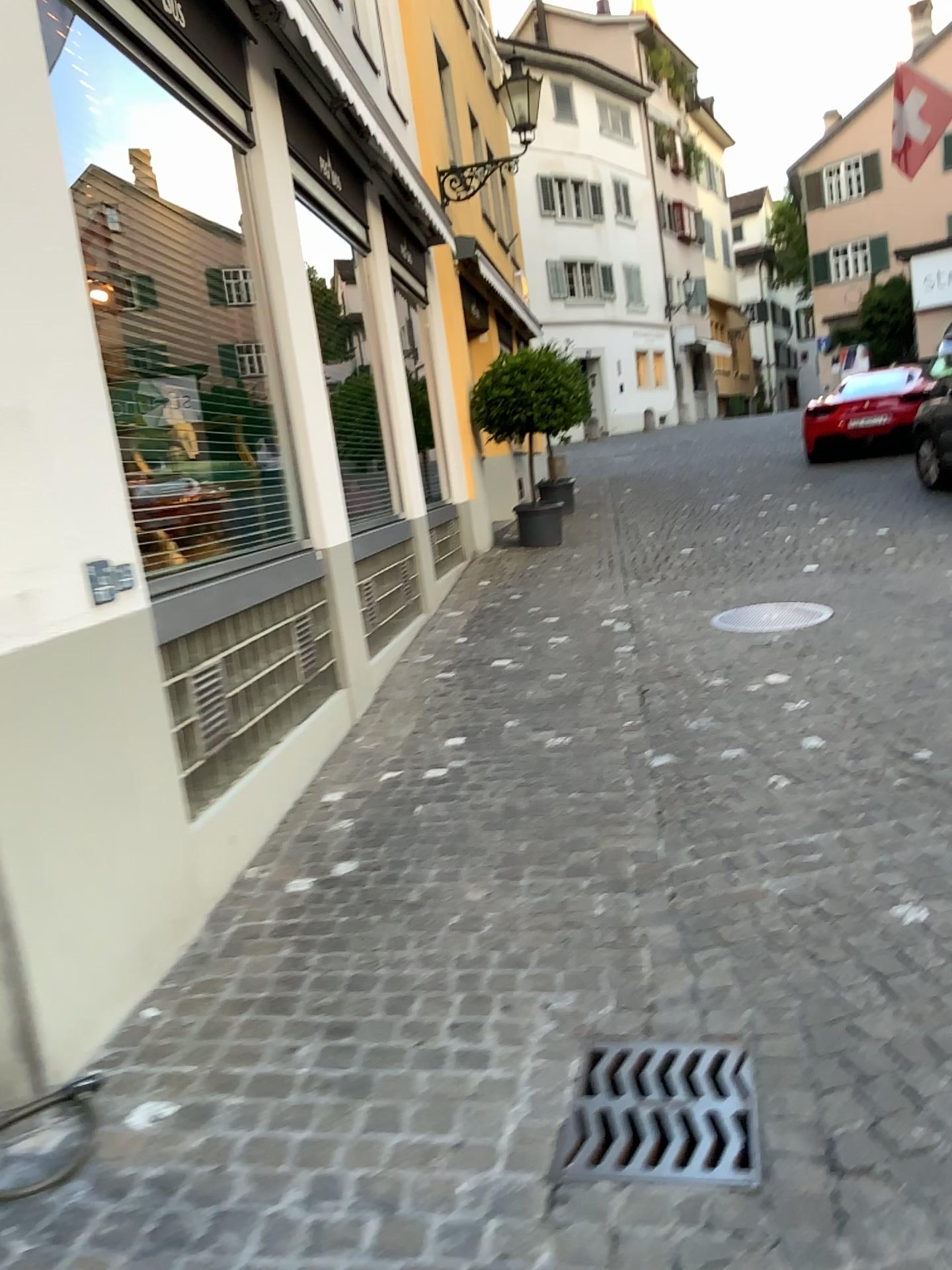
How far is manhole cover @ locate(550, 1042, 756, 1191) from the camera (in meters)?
2.06

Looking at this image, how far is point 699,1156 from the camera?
2.1m

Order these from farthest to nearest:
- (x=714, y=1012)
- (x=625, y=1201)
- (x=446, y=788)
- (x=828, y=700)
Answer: (x=828, y=700), (x=446, y=788), (x=714, y=1012), (x=625, y=1201)
